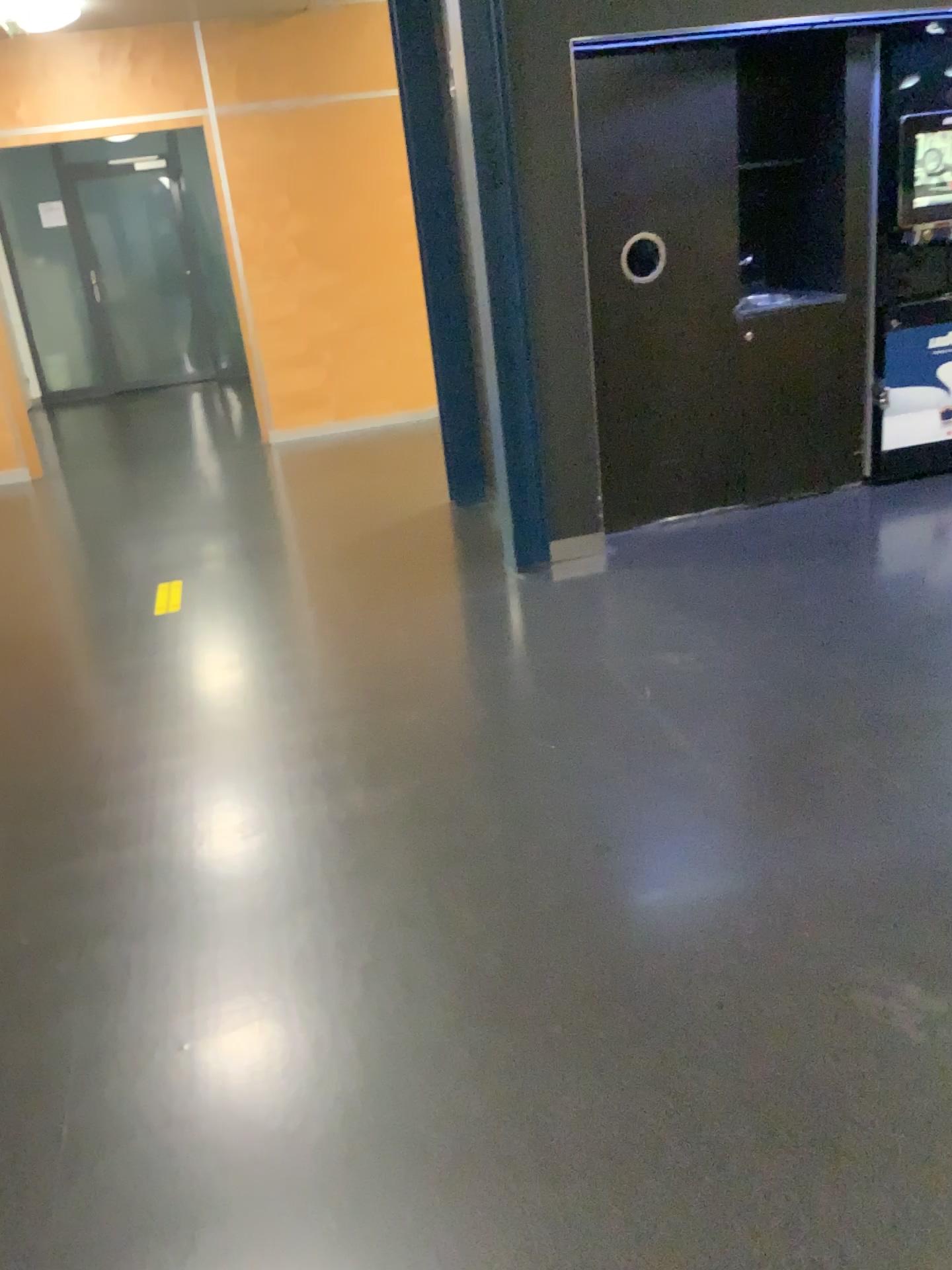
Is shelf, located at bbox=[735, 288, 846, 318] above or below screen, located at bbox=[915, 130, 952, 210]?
below

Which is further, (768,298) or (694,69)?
(768,298)

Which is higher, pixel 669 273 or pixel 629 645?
pixel 669 273

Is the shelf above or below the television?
below

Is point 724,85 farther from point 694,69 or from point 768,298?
point 768,298

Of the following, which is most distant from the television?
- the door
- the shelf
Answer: the door

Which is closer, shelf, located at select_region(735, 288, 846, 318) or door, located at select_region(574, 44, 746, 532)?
door, located at select_region(574, 44, 746, 532)

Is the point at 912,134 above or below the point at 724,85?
below

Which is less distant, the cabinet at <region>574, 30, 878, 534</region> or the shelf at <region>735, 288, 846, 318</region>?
the cabinet at <region>574, 30, 878, 534</region>

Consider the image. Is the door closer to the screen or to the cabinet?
the cabinet
